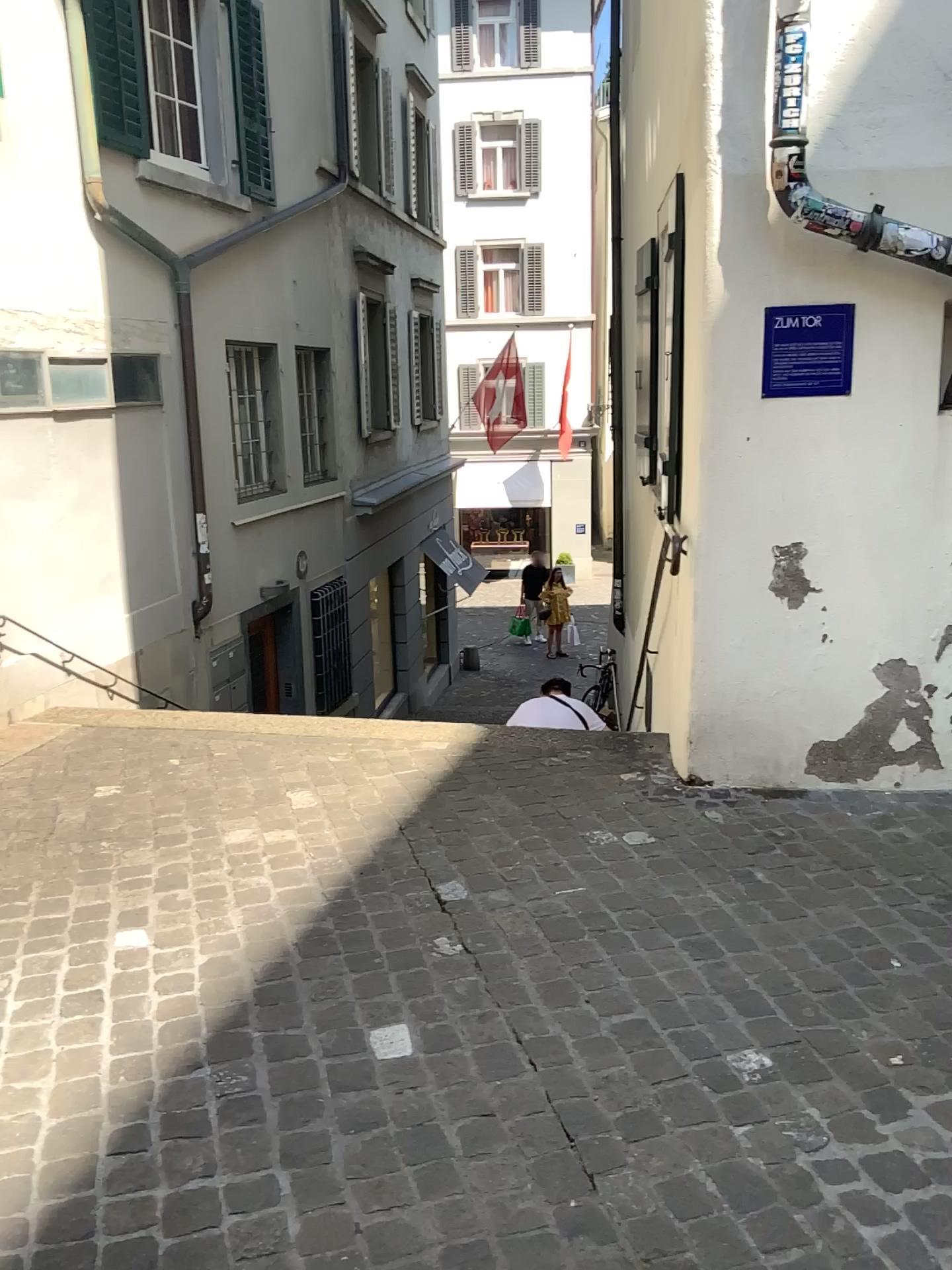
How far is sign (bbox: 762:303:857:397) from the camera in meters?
3.3

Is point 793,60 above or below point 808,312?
above

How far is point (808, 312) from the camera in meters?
3.3

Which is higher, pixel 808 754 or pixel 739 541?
pixel 739 541
